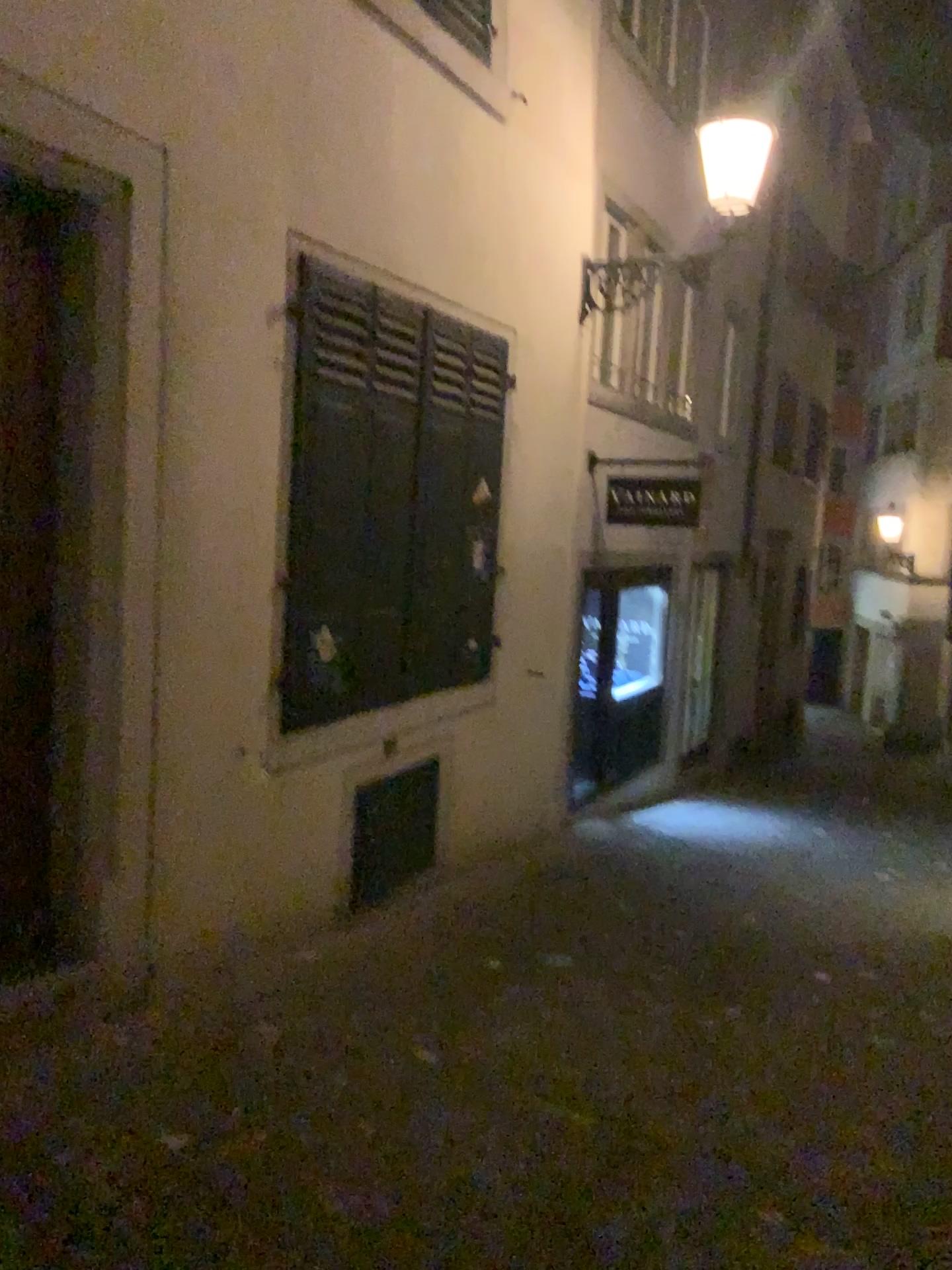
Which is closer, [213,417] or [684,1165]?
[684,1165]
